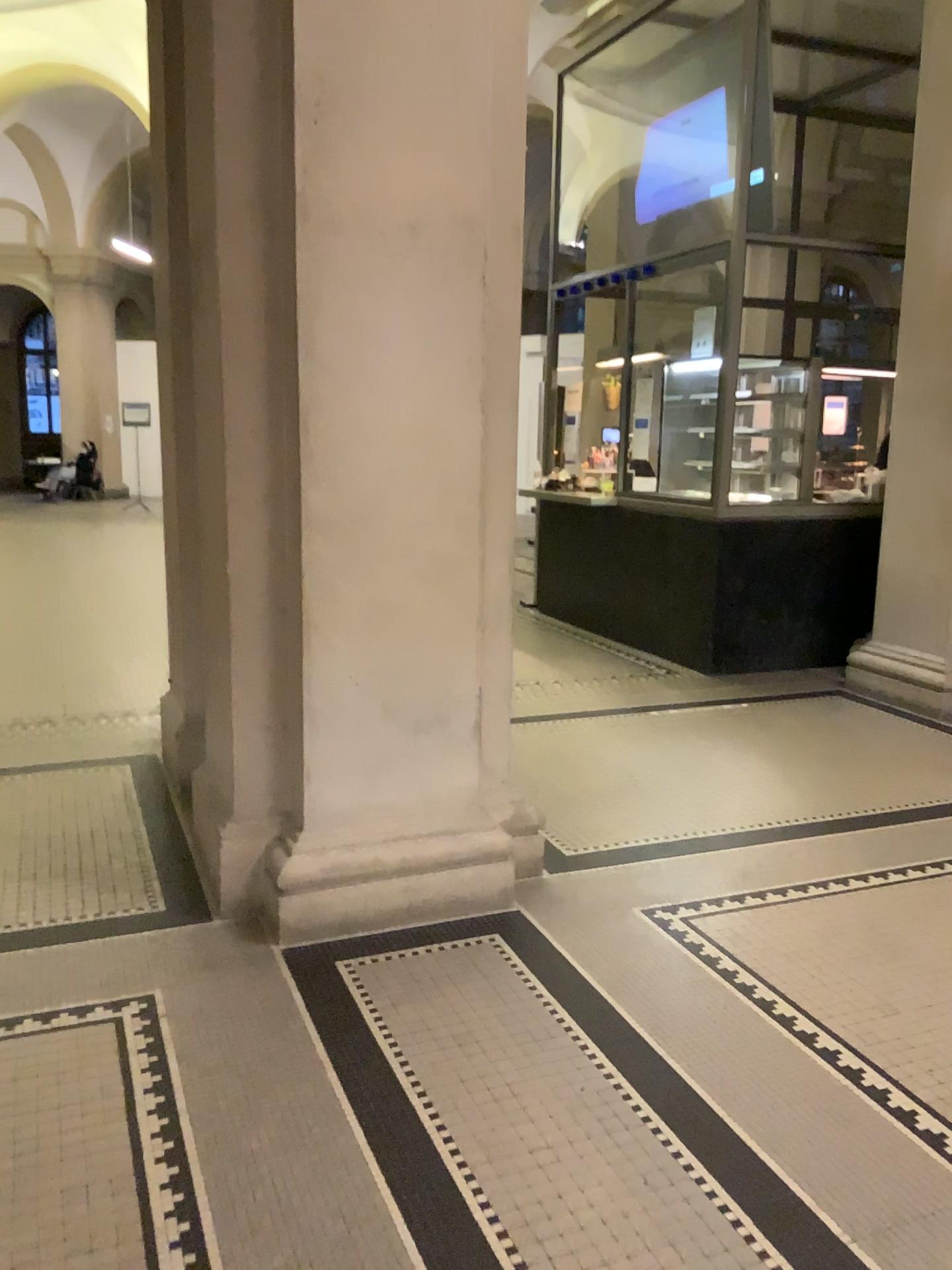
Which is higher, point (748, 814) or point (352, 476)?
point (352, 476)
